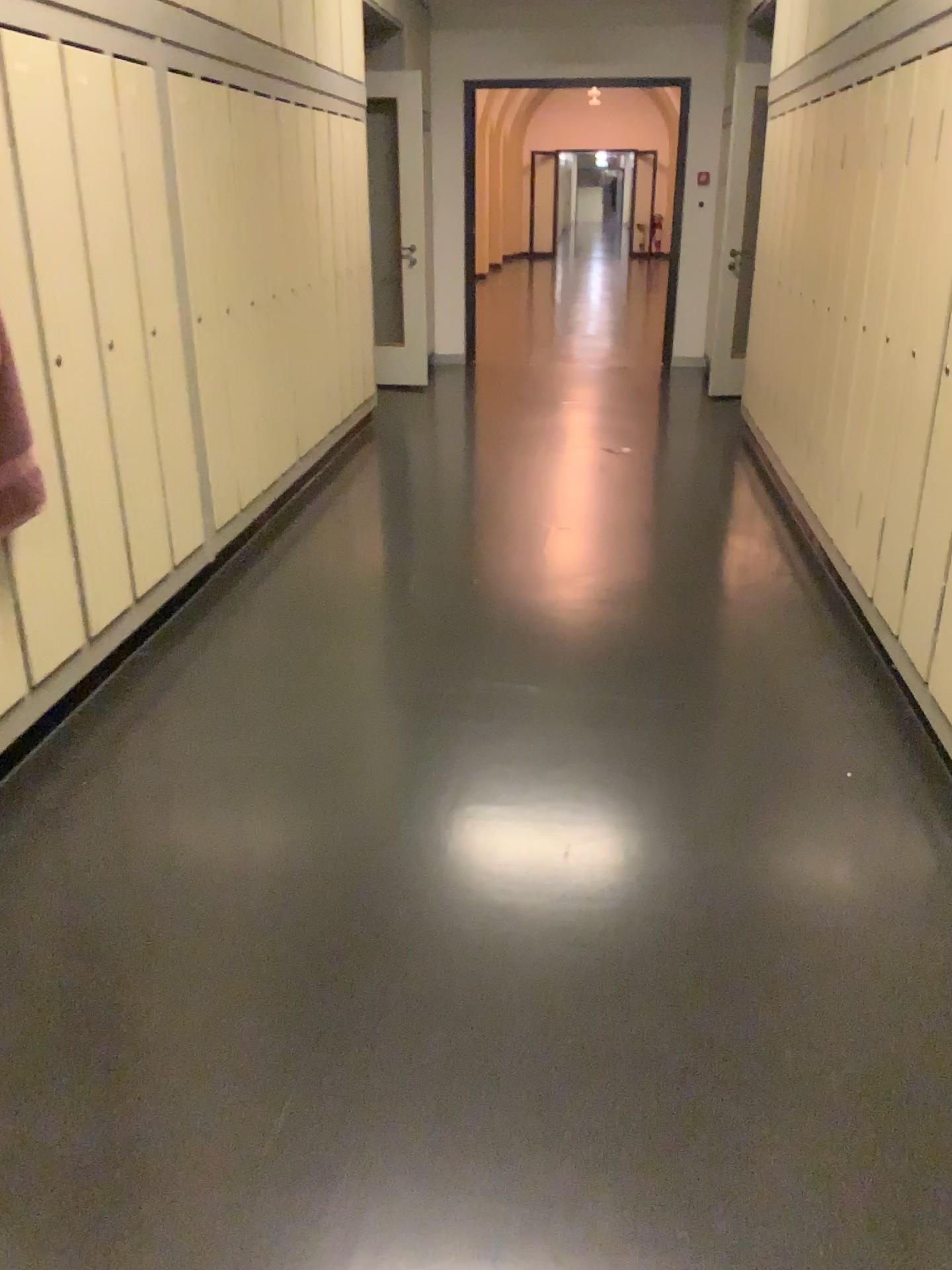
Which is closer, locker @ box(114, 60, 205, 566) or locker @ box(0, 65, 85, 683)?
locker @ box(0, 65, 85, 683)

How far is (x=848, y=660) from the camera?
3.36m

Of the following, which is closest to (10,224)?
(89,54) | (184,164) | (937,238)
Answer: (89,54)

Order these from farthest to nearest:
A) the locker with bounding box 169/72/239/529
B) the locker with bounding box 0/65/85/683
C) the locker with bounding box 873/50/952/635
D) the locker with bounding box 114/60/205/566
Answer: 1. the locker with bounding box 169/72/239/529
2. the locker with bounding box 114/60/205/566
3. the locker with bounding box 873/50/952/635
4. the locker with bounding box 0/65/85/683

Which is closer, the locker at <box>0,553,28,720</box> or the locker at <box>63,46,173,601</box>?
the locker at <box>0,553,28,720</box>

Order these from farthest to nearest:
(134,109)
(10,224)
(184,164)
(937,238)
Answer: (184,164) → (134,109) → (937,238) → (10,224)

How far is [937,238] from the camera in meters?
2.8

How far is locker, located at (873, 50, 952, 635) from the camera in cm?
284

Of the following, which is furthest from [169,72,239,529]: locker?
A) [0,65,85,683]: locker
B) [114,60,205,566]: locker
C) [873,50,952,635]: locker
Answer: [873,50,952,635]: locker

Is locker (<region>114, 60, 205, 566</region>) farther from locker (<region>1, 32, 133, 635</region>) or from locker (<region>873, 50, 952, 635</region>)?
locker (<region>873, 50, 952, 635</region>)
